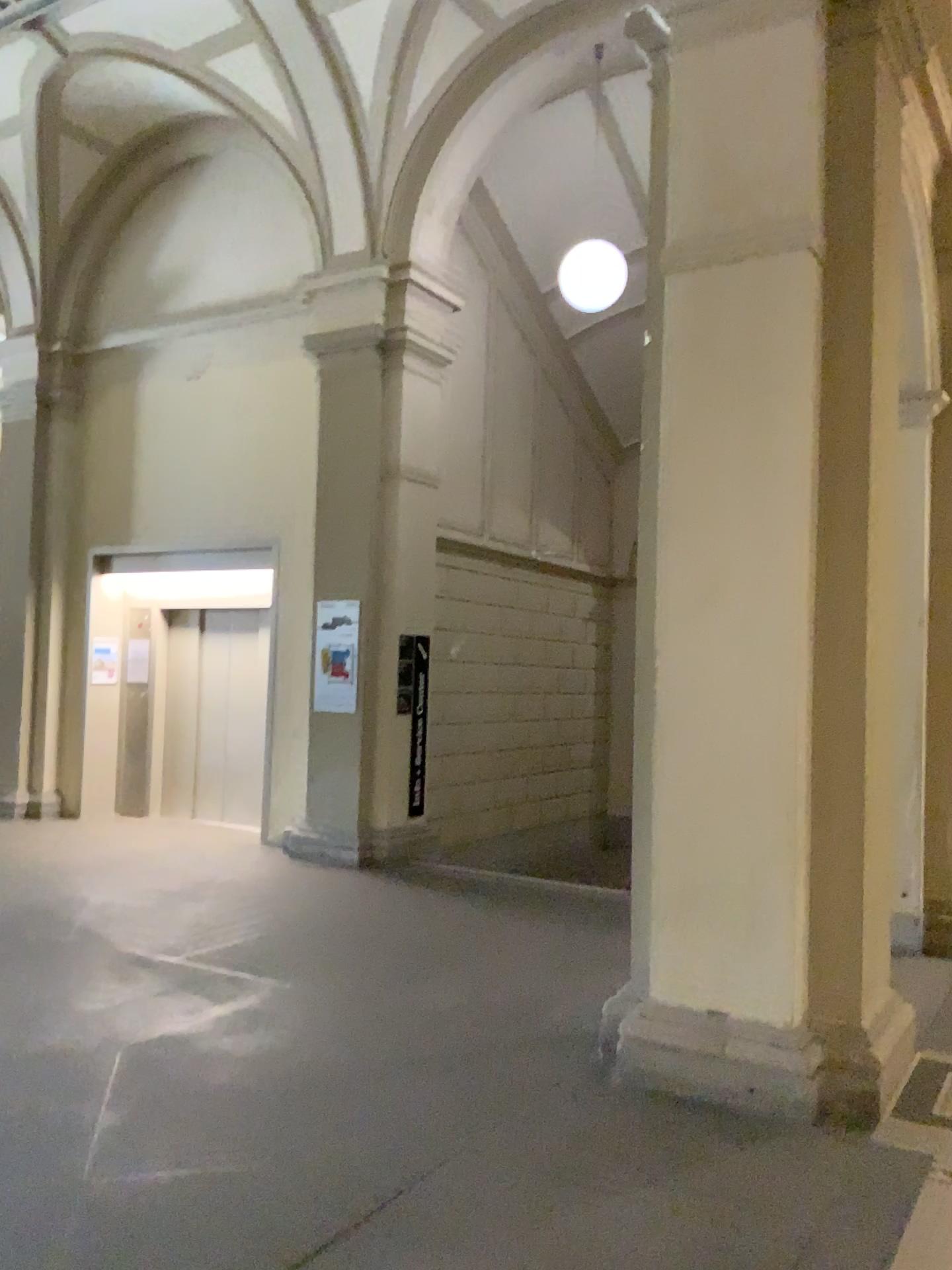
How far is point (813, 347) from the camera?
3.9m

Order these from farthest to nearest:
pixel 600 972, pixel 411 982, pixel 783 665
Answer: pixel 600 972 < pixel 411 982 < pixel 783 665

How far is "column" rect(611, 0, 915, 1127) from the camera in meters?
3.9 m
